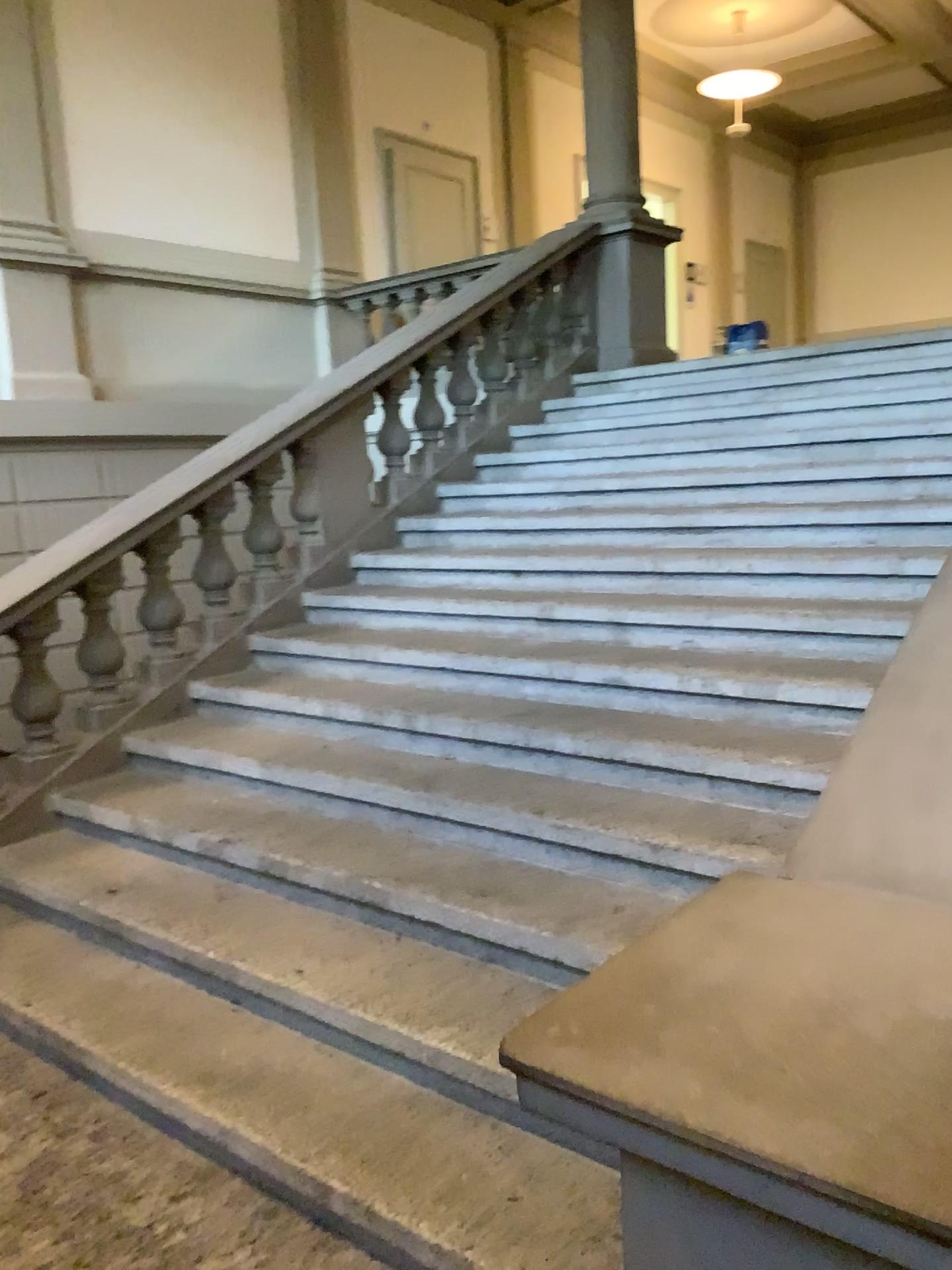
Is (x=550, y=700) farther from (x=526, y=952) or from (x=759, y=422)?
(x=759, y=422)

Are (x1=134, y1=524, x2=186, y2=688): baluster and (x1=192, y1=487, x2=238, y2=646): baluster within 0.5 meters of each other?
yes

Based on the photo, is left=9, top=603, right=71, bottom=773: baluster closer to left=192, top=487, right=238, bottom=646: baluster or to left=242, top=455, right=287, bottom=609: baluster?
left=192, top=487, right=238, bottom=646: baluster

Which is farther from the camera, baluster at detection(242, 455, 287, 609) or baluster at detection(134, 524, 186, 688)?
baluster at detection(242, 455, 287, 609)

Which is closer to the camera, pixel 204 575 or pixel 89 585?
pixel 89 585

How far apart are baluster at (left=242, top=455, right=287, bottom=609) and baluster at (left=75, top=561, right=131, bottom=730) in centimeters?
74cm

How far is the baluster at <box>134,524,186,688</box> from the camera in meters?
4.4 m

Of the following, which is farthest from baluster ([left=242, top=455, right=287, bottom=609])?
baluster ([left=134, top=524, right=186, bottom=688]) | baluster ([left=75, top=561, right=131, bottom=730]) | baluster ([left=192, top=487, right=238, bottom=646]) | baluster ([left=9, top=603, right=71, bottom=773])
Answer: baluster ([left=9, top=603, right=71, bottom=773])

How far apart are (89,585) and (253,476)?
0.98m

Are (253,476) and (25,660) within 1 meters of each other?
no
